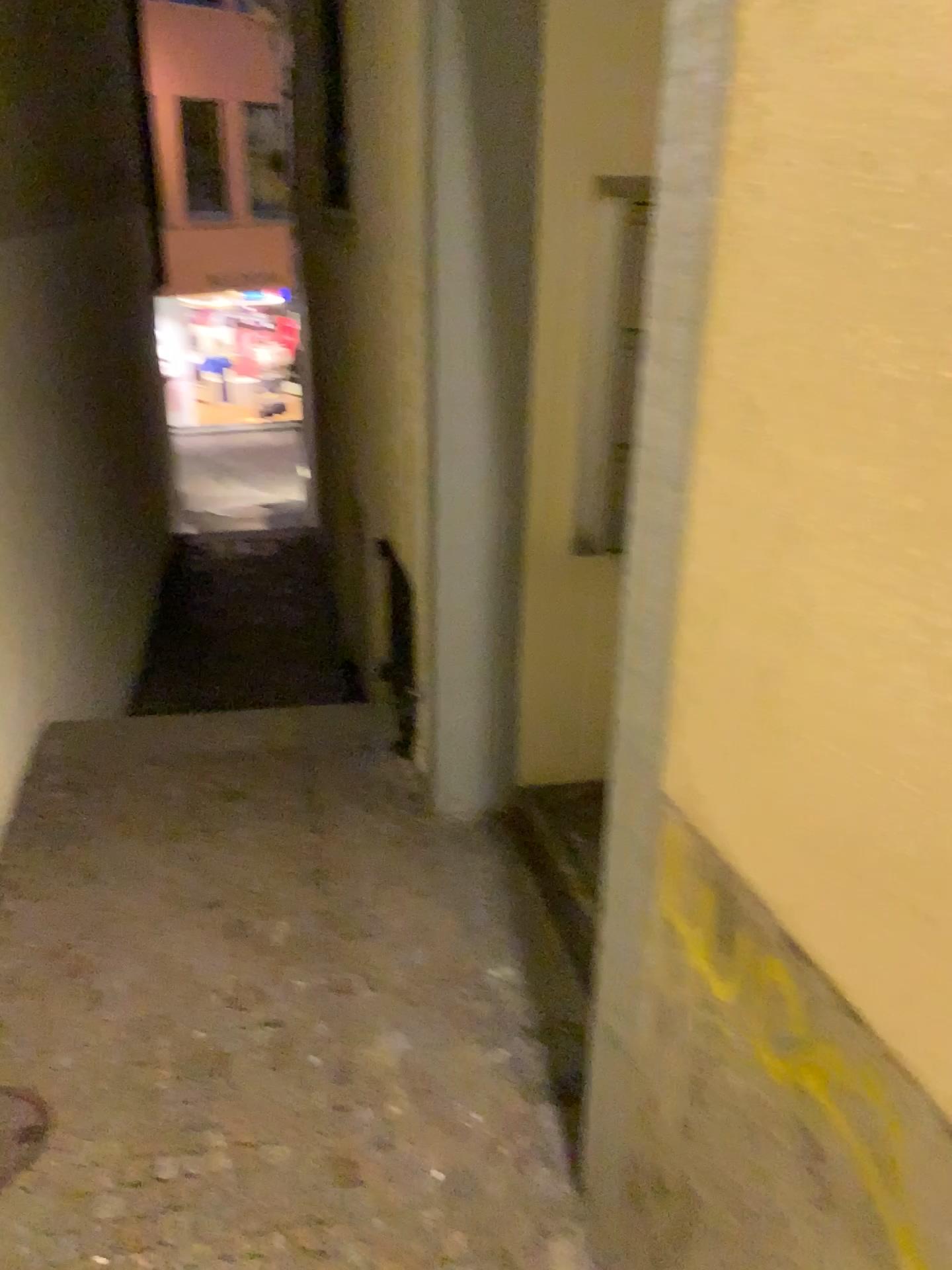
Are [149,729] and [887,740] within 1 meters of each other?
no
